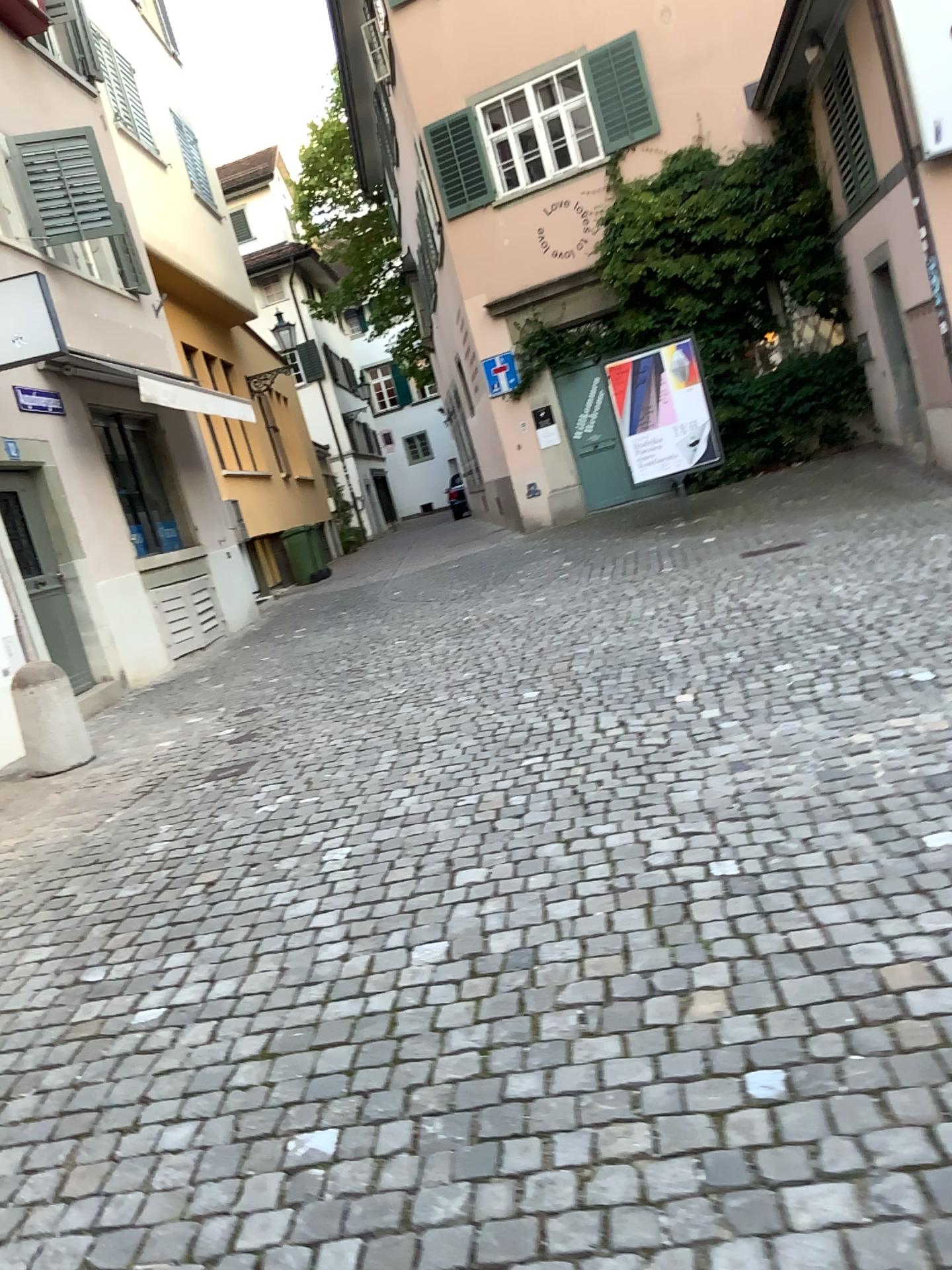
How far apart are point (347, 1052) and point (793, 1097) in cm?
107
